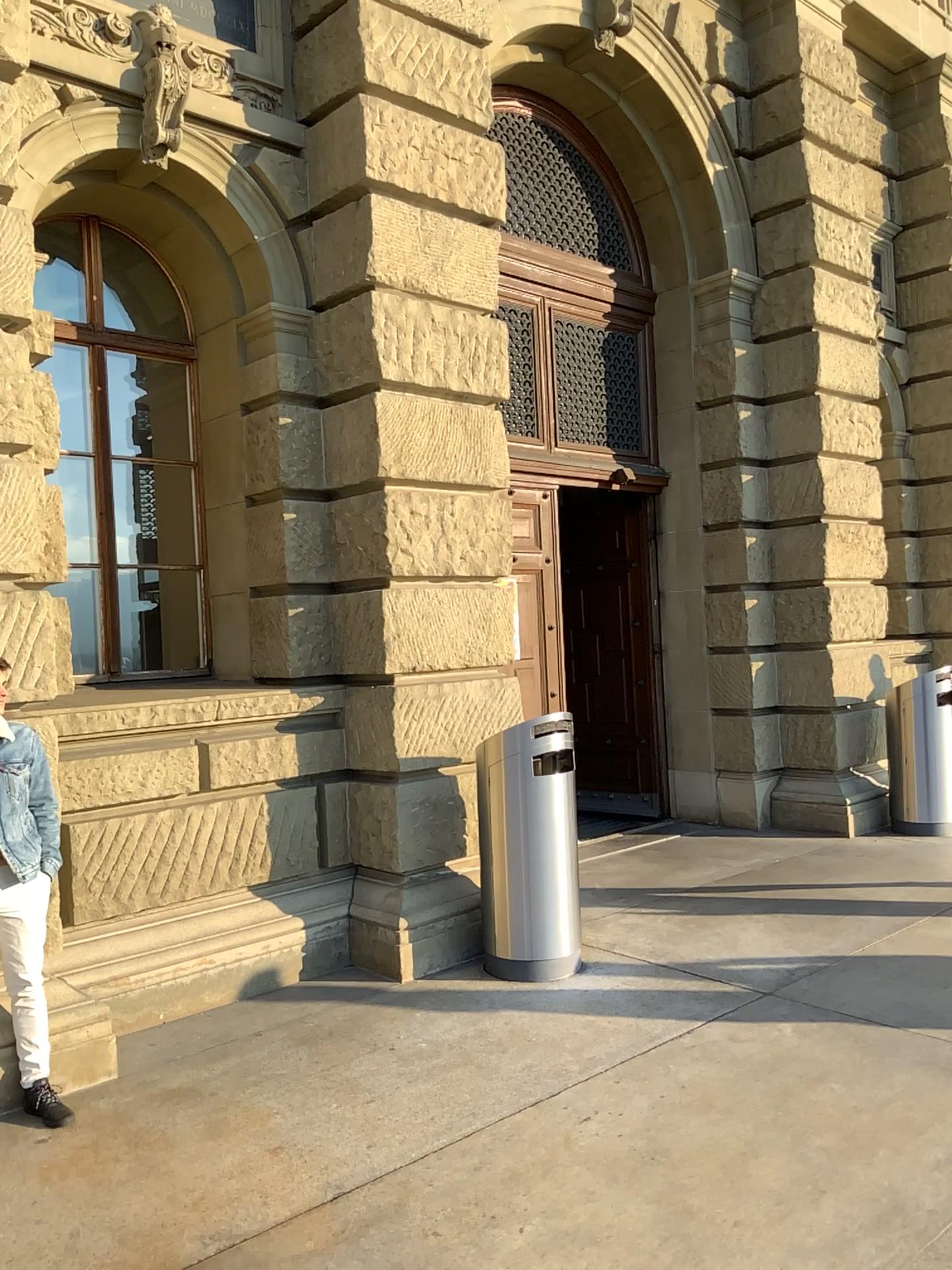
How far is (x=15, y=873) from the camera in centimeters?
375cm

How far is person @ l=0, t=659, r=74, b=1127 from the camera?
3.75m

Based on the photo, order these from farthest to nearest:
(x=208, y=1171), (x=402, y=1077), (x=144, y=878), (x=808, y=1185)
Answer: (x=144, y=878)
(x=402, y=1077)
(x=208, y=1171)
(x=808, y=1185)
